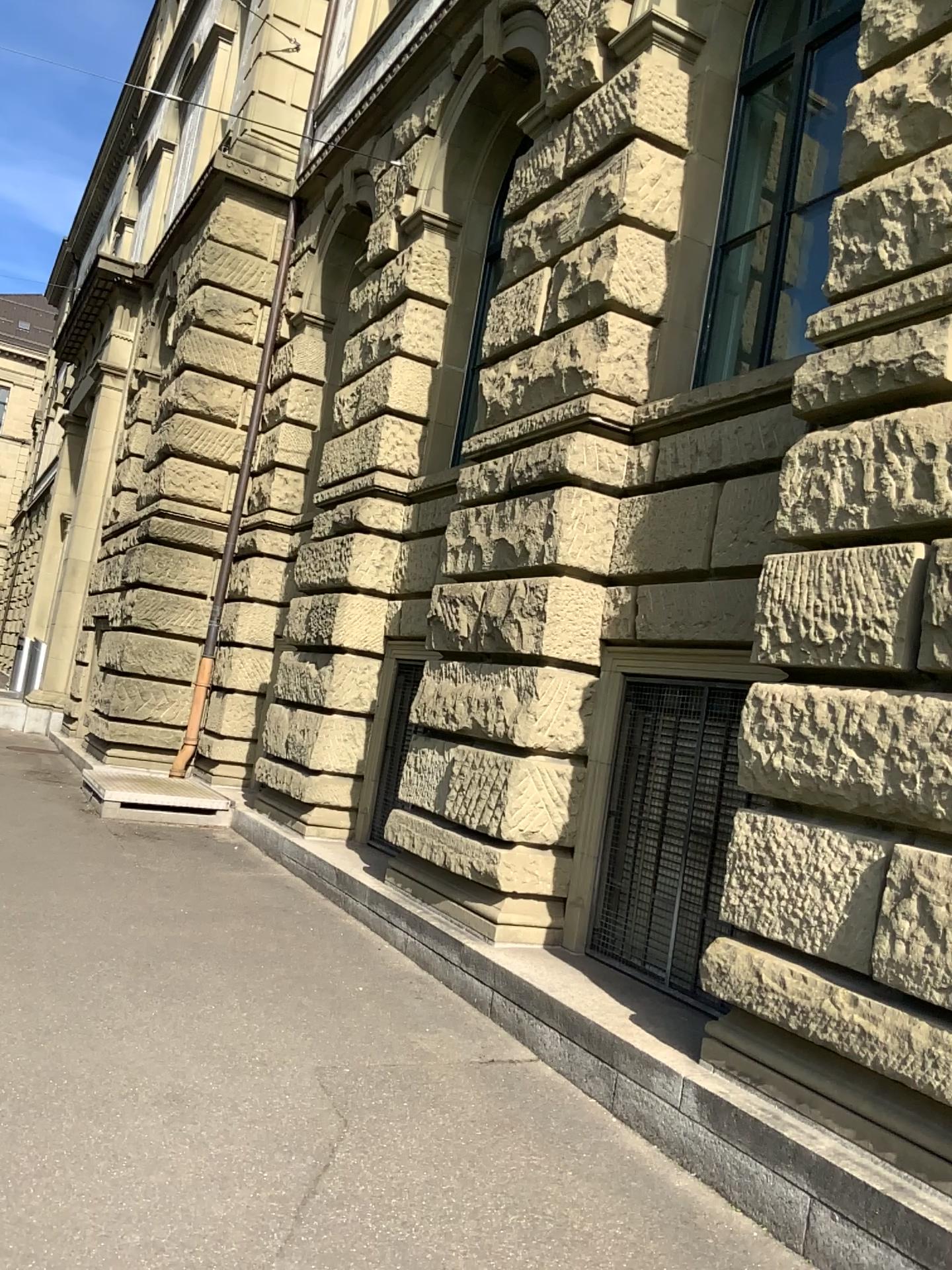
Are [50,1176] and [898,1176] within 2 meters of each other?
no
